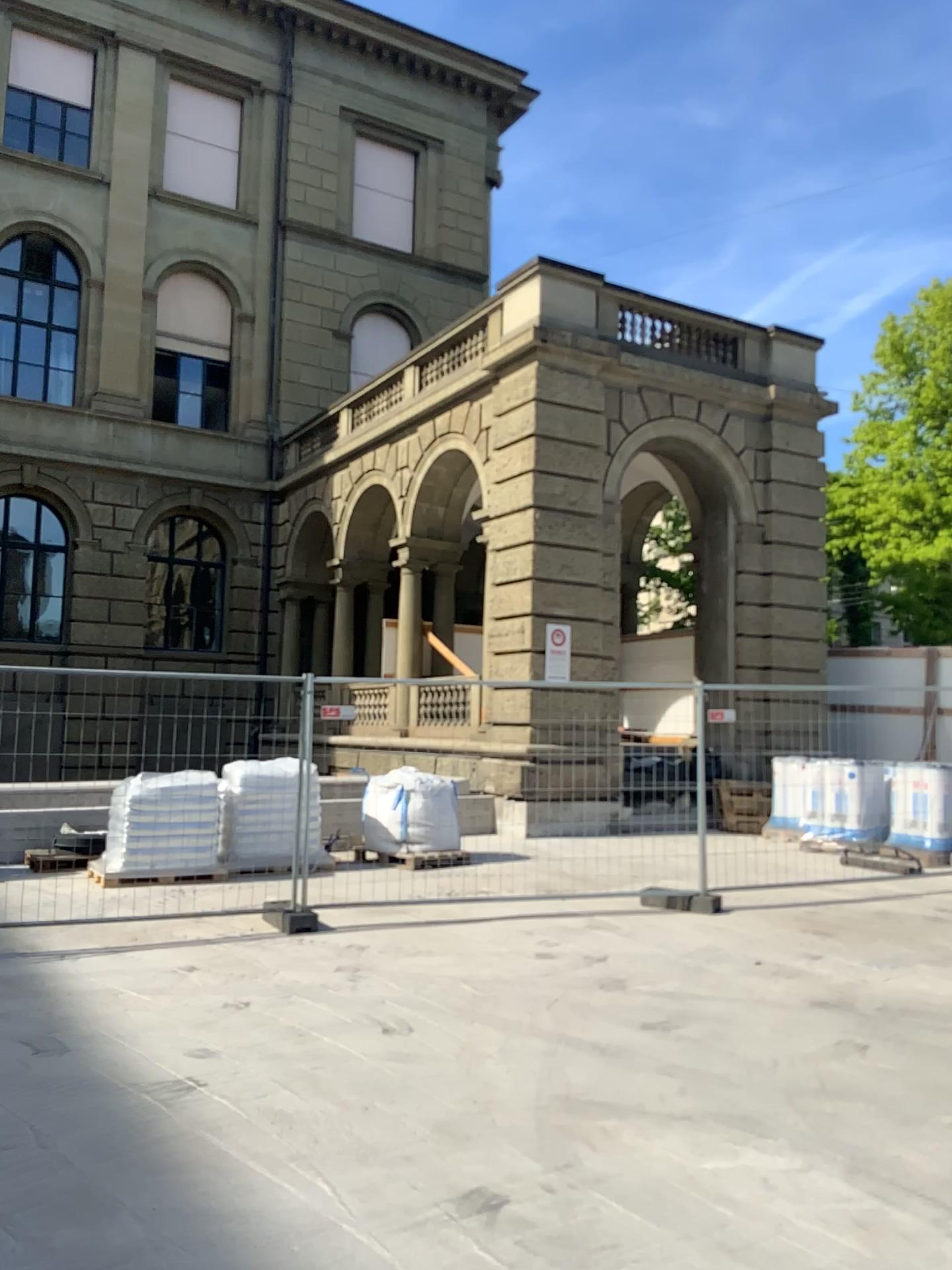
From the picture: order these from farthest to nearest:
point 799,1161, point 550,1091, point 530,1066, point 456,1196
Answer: point 530,1066 < point 550,1091 < point 799,1161 < point 456,1196
